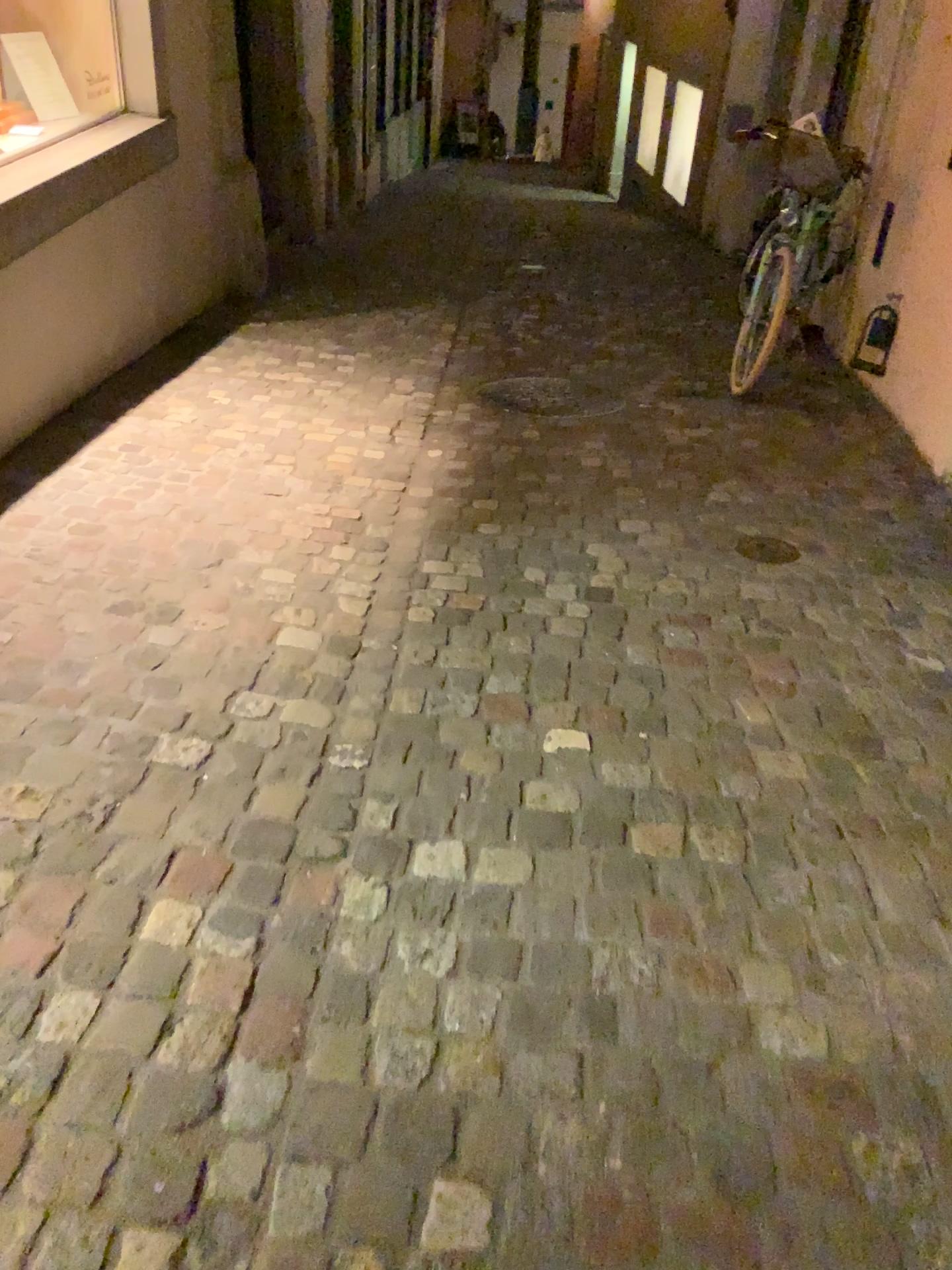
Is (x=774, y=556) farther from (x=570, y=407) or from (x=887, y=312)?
(x=887, y=312)

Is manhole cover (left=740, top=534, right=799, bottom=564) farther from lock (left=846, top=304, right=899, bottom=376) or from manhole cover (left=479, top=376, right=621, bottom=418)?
lock (left=846, top=304, right=899, bottom=376)

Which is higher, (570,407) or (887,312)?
(887,312)

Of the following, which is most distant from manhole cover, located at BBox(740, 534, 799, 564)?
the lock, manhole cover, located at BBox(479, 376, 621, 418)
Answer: the lock

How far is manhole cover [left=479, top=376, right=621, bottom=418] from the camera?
4.4 meters

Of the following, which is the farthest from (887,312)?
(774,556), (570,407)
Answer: (774,556)

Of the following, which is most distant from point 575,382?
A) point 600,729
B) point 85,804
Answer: point 85,804

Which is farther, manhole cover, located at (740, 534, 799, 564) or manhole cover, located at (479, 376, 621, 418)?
manhole cover, located at (479, 376, 621, 418)

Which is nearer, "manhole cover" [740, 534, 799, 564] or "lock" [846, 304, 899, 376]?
"manhole cover" [740, 534, 799, 564]
